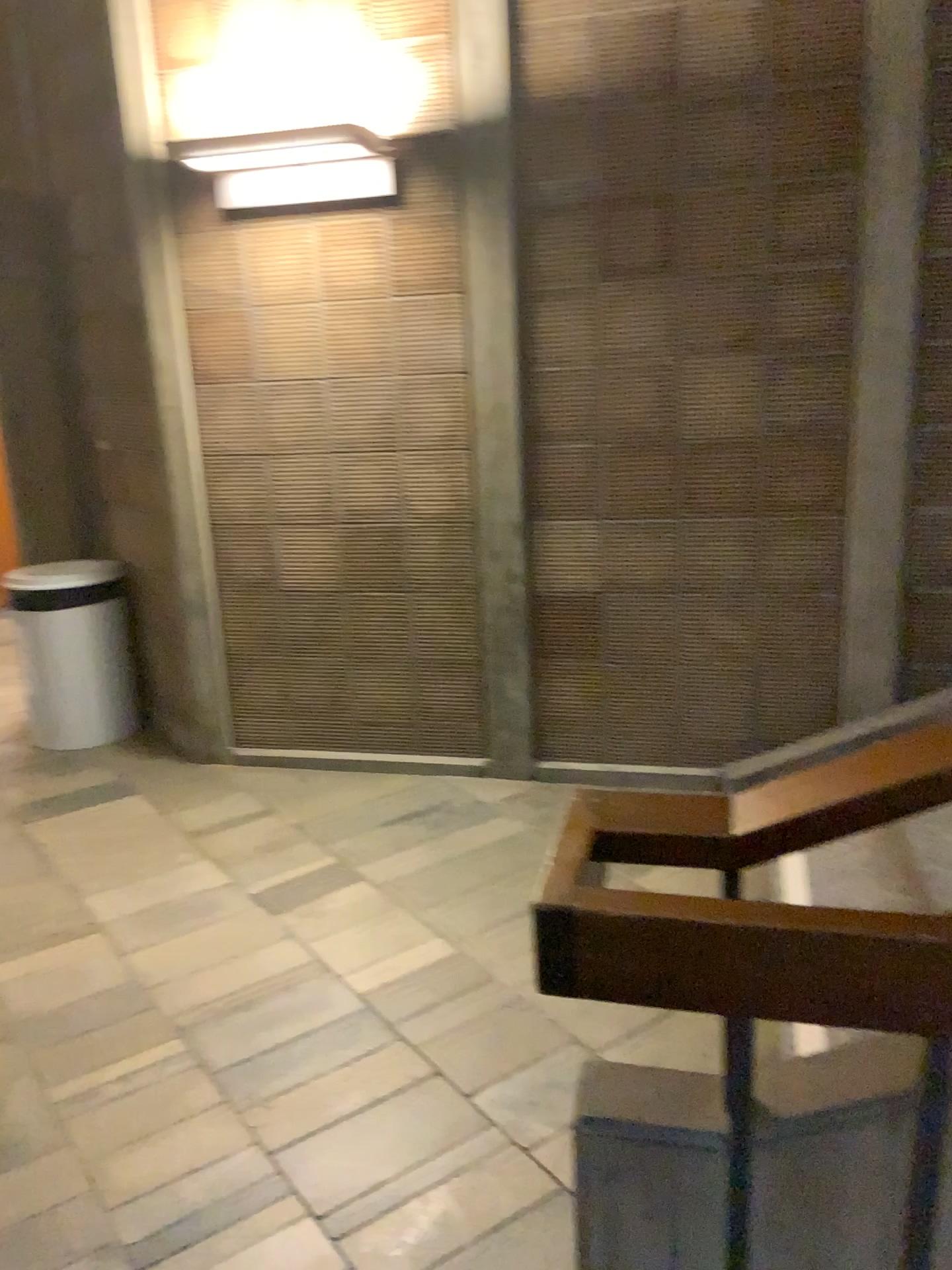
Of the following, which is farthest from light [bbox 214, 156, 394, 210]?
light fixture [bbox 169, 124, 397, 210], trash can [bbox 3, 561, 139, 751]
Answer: trash can [bbox 3, 561, 139, 751]

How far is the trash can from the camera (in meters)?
4.27

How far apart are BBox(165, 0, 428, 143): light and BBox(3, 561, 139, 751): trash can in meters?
1.7 m

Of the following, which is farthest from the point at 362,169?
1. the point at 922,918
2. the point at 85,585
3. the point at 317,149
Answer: the point at 922,918

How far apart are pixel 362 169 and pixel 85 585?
1.99m

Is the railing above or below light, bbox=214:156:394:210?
below

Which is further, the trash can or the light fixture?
the trash can

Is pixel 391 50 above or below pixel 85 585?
above

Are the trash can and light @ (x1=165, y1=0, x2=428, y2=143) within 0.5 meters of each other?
no

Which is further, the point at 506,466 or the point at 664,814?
the point at 506,466
